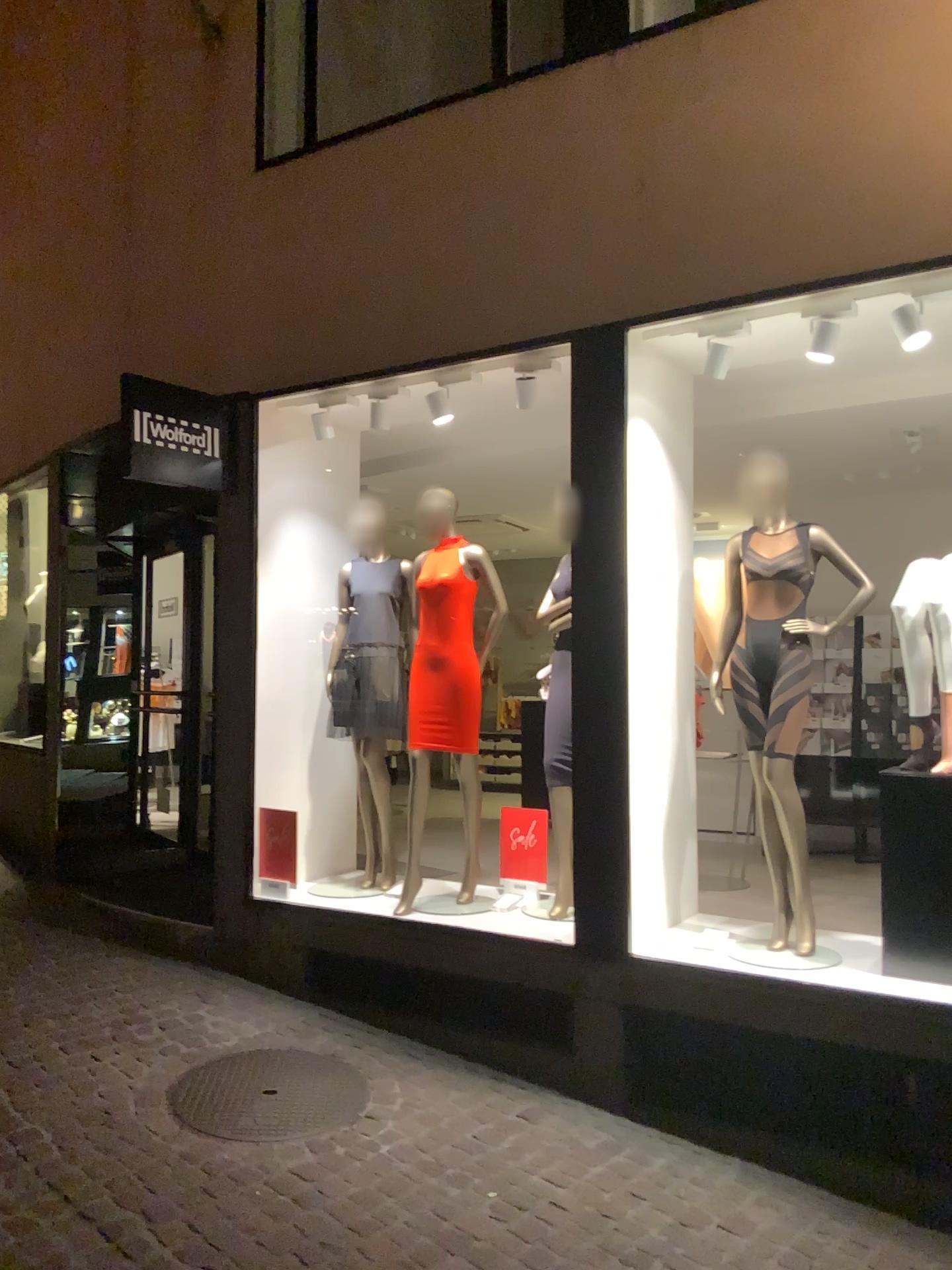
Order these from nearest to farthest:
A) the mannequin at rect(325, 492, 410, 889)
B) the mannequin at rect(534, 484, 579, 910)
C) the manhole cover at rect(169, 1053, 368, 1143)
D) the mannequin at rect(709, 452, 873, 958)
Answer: the manhole cover at rect(169, 1053, 368, 1143), the mannequin at rect(709, 452, 873, 958), the mannequin at rect(534, 484, 579, 910), the mannequin at rect(325, 492, 410, 889)

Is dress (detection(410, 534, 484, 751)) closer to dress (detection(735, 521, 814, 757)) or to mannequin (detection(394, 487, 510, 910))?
mannequin (detection(394, 487, 510, 910))

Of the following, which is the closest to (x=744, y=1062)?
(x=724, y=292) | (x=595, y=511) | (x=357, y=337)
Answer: → (x=595, y=511)

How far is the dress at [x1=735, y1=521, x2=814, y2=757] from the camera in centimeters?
395cm

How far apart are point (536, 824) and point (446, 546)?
1.30m

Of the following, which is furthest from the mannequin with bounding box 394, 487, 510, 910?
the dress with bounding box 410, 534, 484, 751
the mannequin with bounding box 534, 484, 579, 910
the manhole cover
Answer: the manhole cover

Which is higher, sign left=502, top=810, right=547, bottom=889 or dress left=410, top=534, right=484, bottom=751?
dress left=410, top=534, right=484, bottom=751

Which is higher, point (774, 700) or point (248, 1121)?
point (774, 700)

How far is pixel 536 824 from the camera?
4.7m

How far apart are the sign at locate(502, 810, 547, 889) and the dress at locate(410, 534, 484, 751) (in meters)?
0.39
